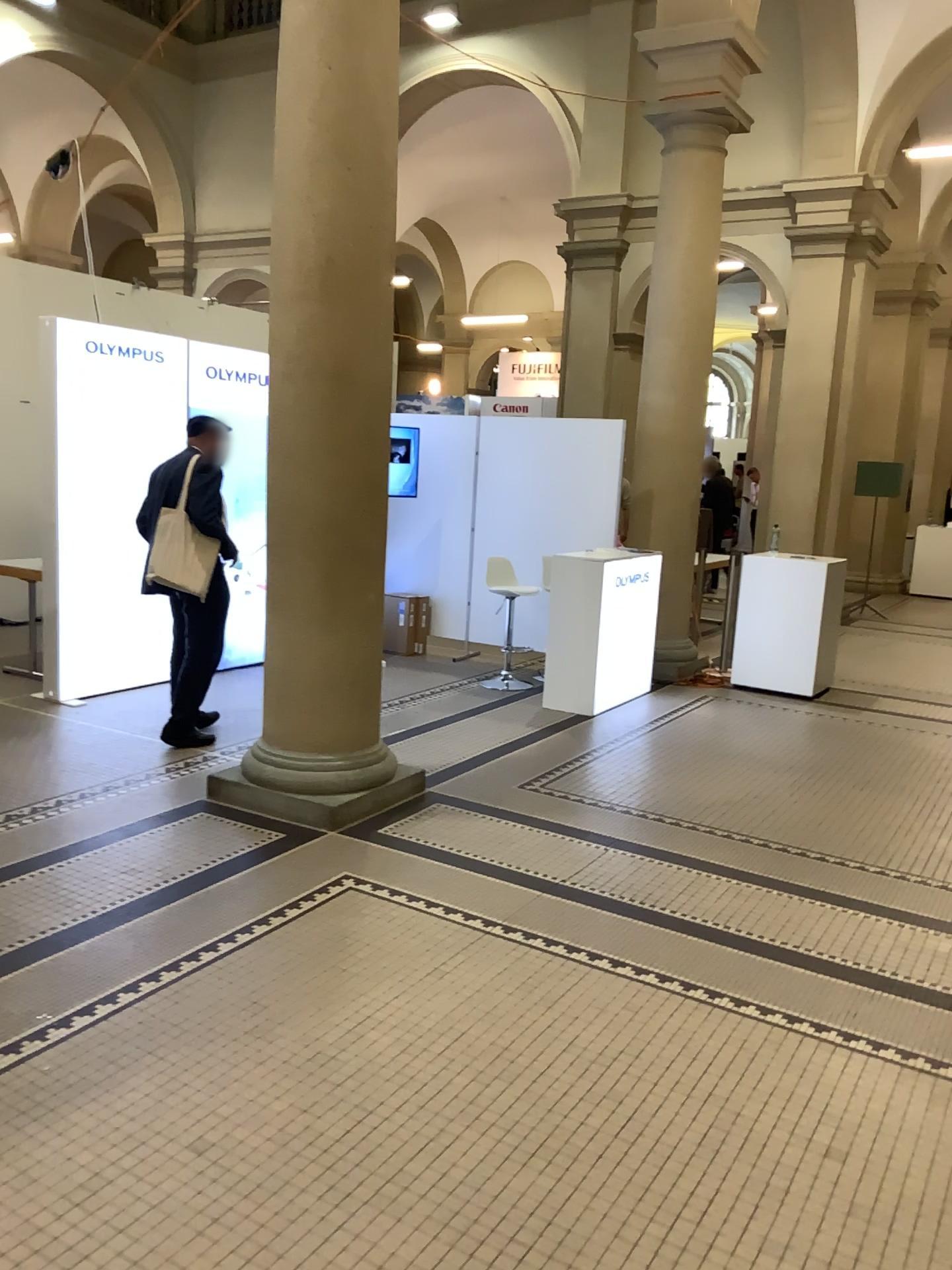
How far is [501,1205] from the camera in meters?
2.3
